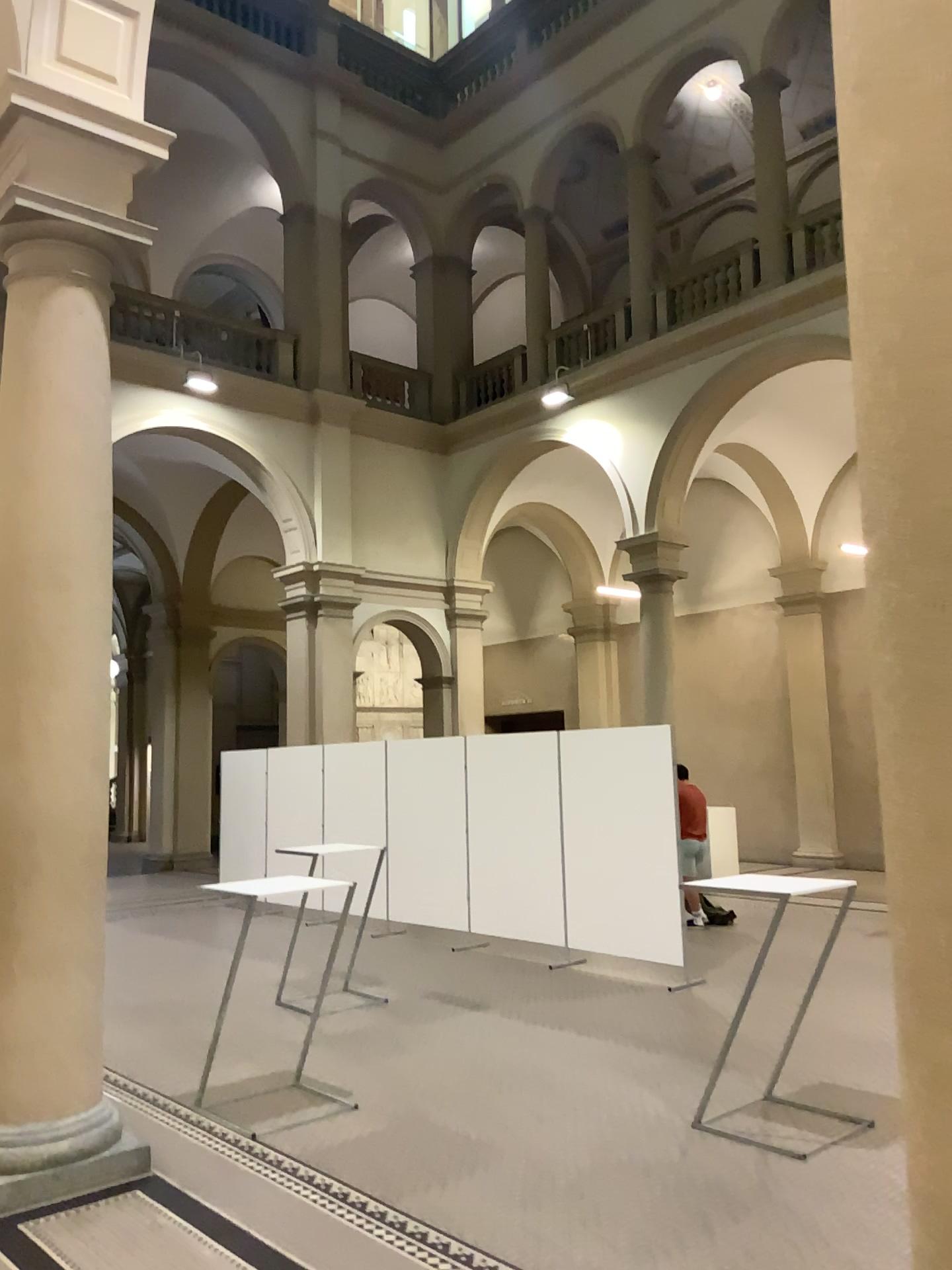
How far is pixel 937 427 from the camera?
1.4 meters

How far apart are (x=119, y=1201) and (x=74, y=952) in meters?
1.0

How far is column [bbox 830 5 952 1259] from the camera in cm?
144
